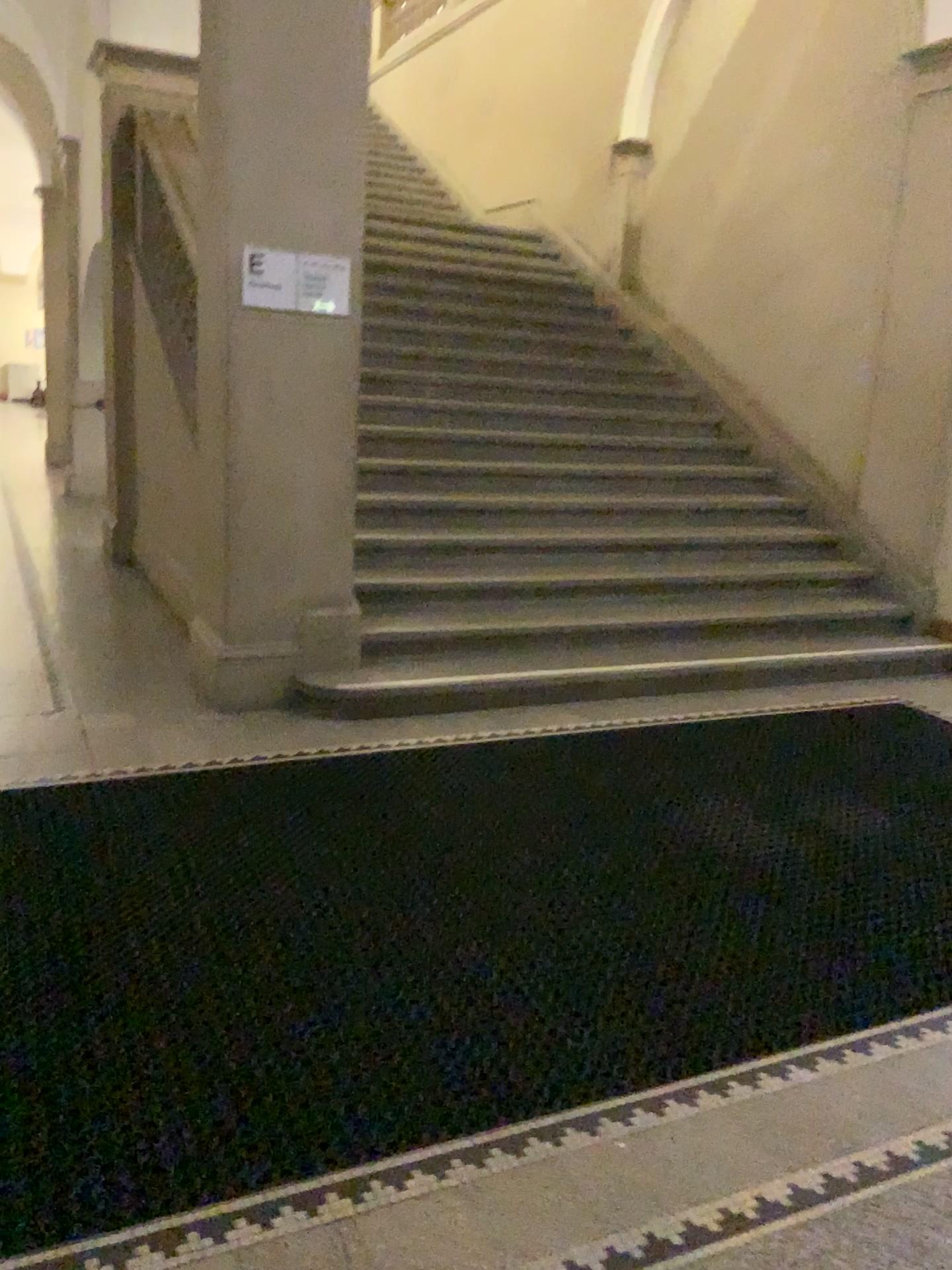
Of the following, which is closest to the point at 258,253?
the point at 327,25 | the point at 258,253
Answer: the point at 258,253

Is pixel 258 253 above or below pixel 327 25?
below

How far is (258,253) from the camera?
4.1m

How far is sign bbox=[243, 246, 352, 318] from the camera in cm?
406

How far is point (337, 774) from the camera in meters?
3.8 m

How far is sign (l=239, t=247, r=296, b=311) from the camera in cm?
406
